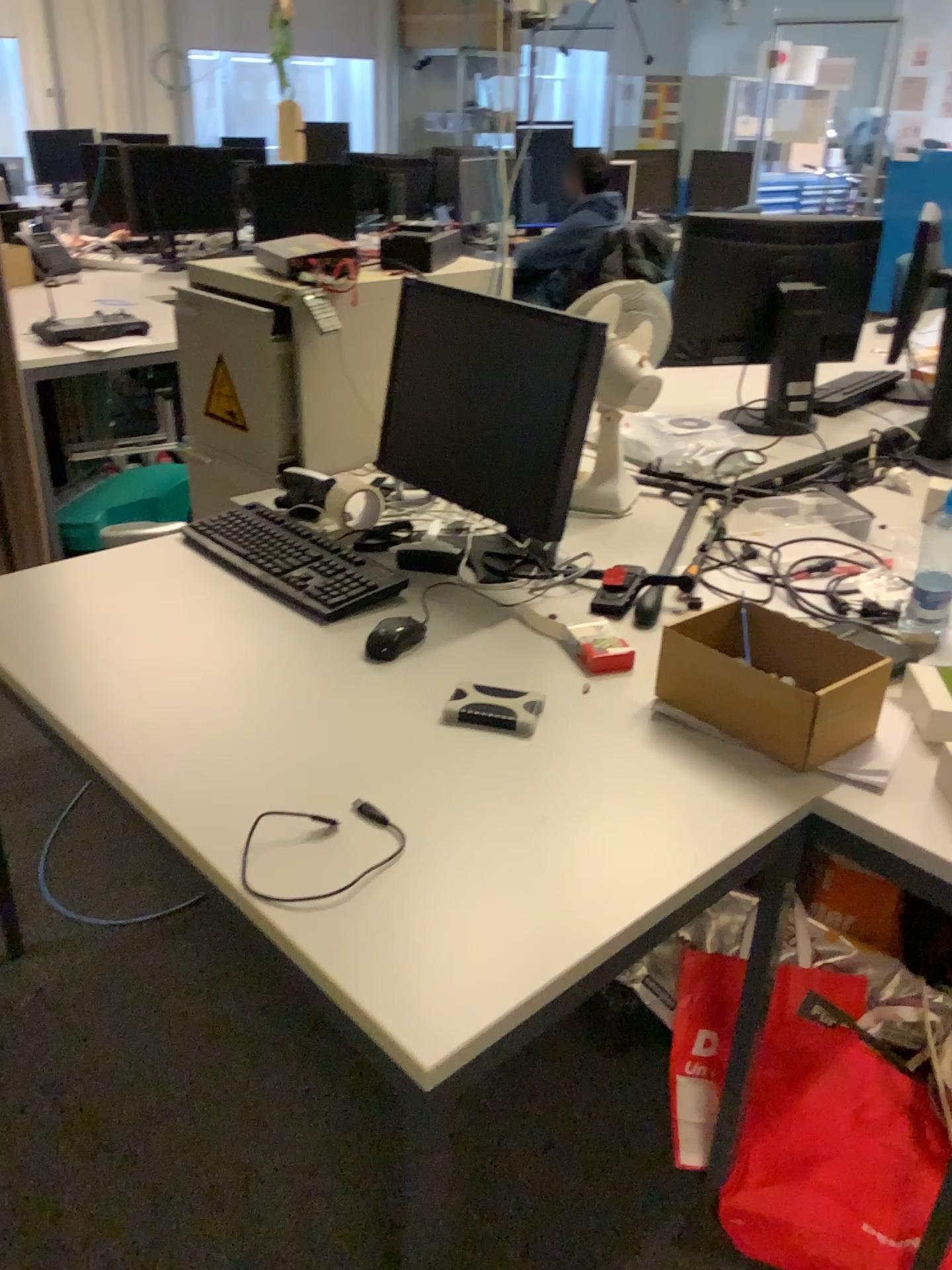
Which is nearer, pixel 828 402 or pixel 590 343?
pixel 590 343

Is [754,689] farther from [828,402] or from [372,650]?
[828,402]

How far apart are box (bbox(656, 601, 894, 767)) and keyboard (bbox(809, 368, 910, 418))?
1.39m

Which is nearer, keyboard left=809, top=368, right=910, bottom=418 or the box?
the box

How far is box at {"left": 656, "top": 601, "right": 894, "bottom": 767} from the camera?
1.28m

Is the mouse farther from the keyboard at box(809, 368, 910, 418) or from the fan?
the keyboard at box(809, 368, 910, 418)

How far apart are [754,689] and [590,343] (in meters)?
0.64

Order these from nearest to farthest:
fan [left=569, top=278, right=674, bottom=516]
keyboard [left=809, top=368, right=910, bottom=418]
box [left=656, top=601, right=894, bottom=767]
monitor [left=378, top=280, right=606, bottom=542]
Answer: box [left=656, top=601, right=894, bottom=767]
monitor [left=378, top=280, right=606, bottom=542]
fan [left=569, top=278, right=674, bottom=516]
keyboard [left=809, top=368, right=910, bottom=418]

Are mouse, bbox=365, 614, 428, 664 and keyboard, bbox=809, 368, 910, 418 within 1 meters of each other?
no

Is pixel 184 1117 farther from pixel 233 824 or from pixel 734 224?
pixel 734 224
